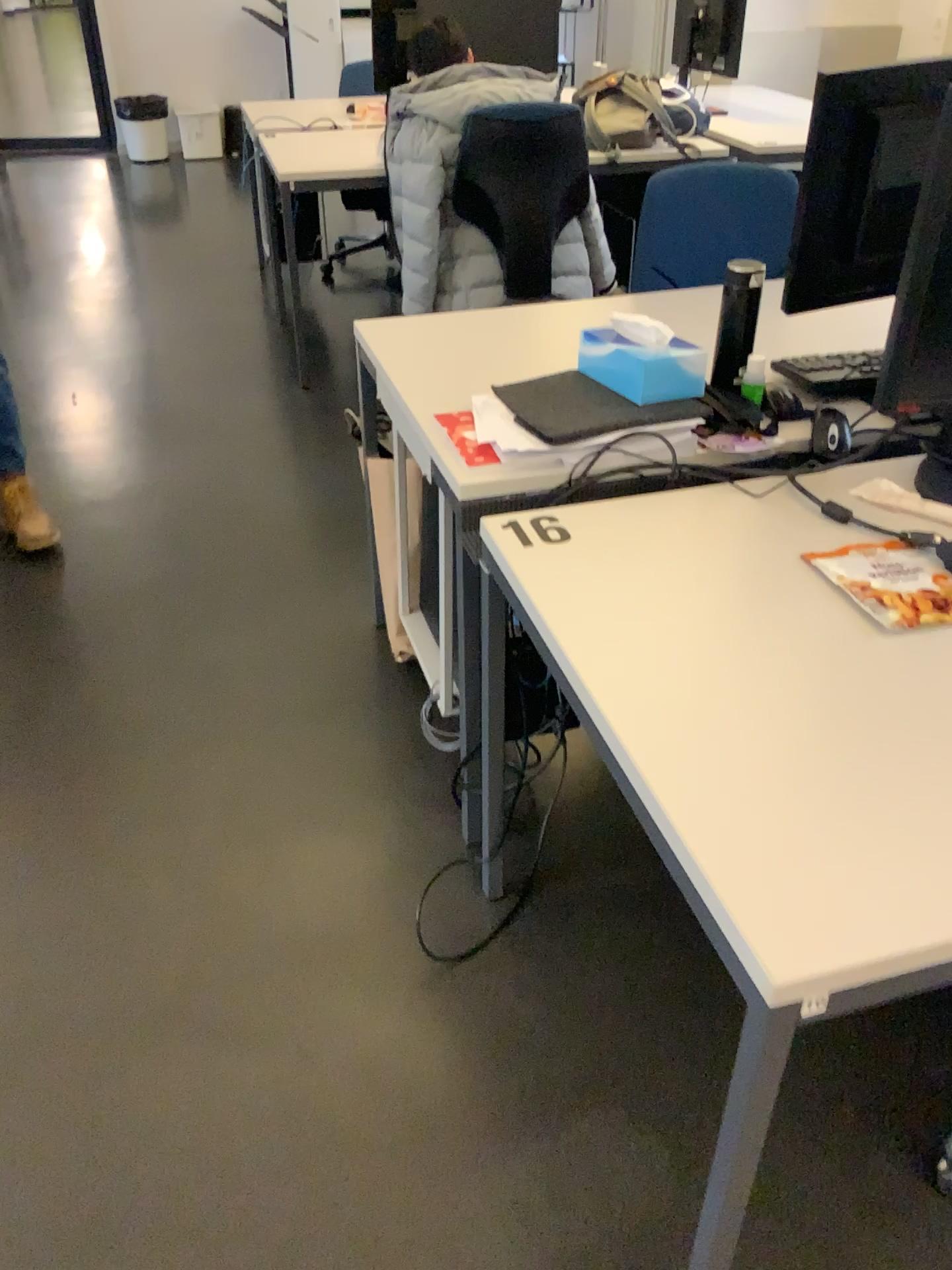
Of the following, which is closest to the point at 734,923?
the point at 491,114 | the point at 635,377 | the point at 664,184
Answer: the point at 635,377

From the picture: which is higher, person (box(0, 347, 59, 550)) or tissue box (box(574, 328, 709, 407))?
tissue box (box(574, 328, 709, 407))

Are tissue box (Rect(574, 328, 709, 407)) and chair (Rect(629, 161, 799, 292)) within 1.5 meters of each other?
yes

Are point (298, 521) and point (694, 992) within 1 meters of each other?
no

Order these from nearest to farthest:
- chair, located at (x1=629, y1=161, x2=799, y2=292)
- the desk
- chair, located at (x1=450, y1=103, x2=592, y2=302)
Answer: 1. the desk
2. chair, located at (x1=629, y1=161, x2=799, y2=292)
3. chair, located at (x1=450, y1=103, x2=592, y2=302)

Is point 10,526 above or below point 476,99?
below

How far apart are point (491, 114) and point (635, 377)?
1.95m

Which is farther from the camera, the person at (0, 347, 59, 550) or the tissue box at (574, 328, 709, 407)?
the person at (0, 347, 59, 550)

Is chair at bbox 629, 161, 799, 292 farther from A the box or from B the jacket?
B the jacket

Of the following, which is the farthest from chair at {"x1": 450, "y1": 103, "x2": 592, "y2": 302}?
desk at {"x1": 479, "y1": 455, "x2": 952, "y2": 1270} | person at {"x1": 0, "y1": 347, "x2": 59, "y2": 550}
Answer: desk at {"x1": 479, "y1": 455, "x2": 952, "y2": 1270}
